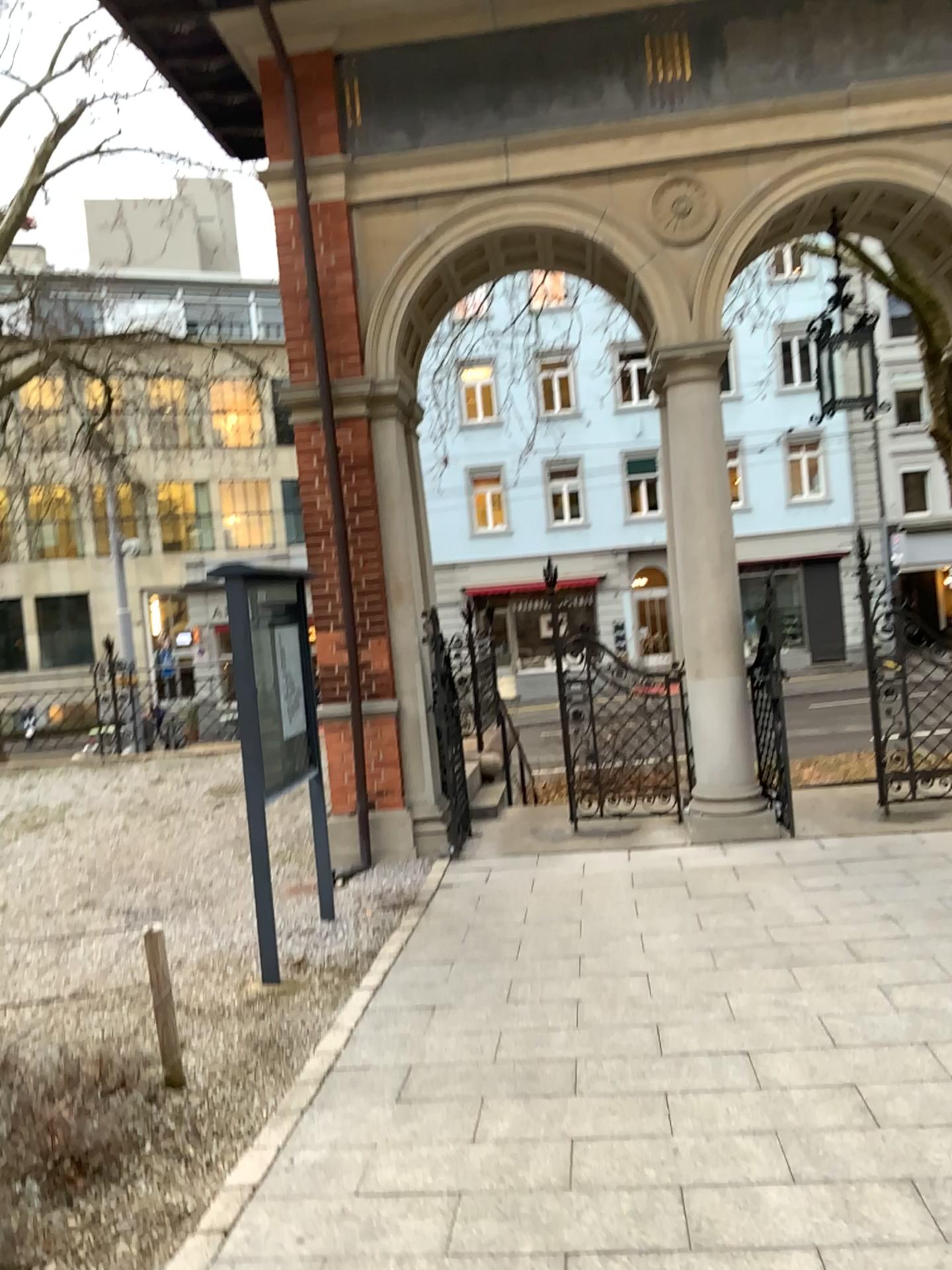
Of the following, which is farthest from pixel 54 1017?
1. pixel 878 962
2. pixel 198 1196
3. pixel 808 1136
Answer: pixel 878 962
